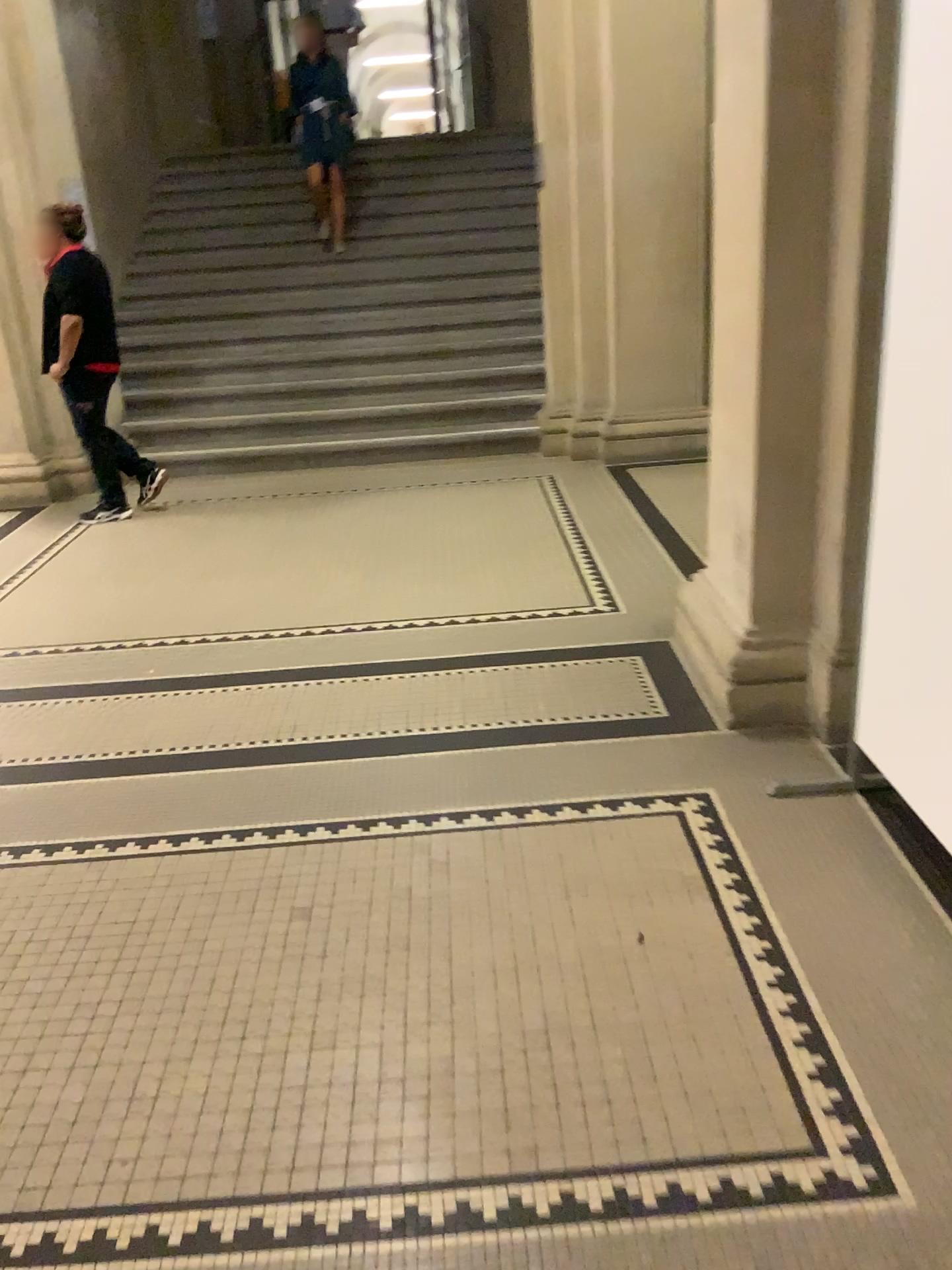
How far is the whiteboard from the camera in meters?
2.0 m

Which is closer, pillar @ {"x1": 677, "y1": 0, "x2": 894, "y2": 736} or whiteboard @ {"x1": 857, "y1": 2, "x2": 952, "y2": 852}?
whiteboard @ {"x1": 857, "y1": 2, "x2": 952, "y2": 852}

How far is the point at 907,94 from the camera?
2.0m

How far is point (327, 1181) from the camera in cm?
169

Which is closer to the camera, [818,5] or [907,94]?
[907,94]
